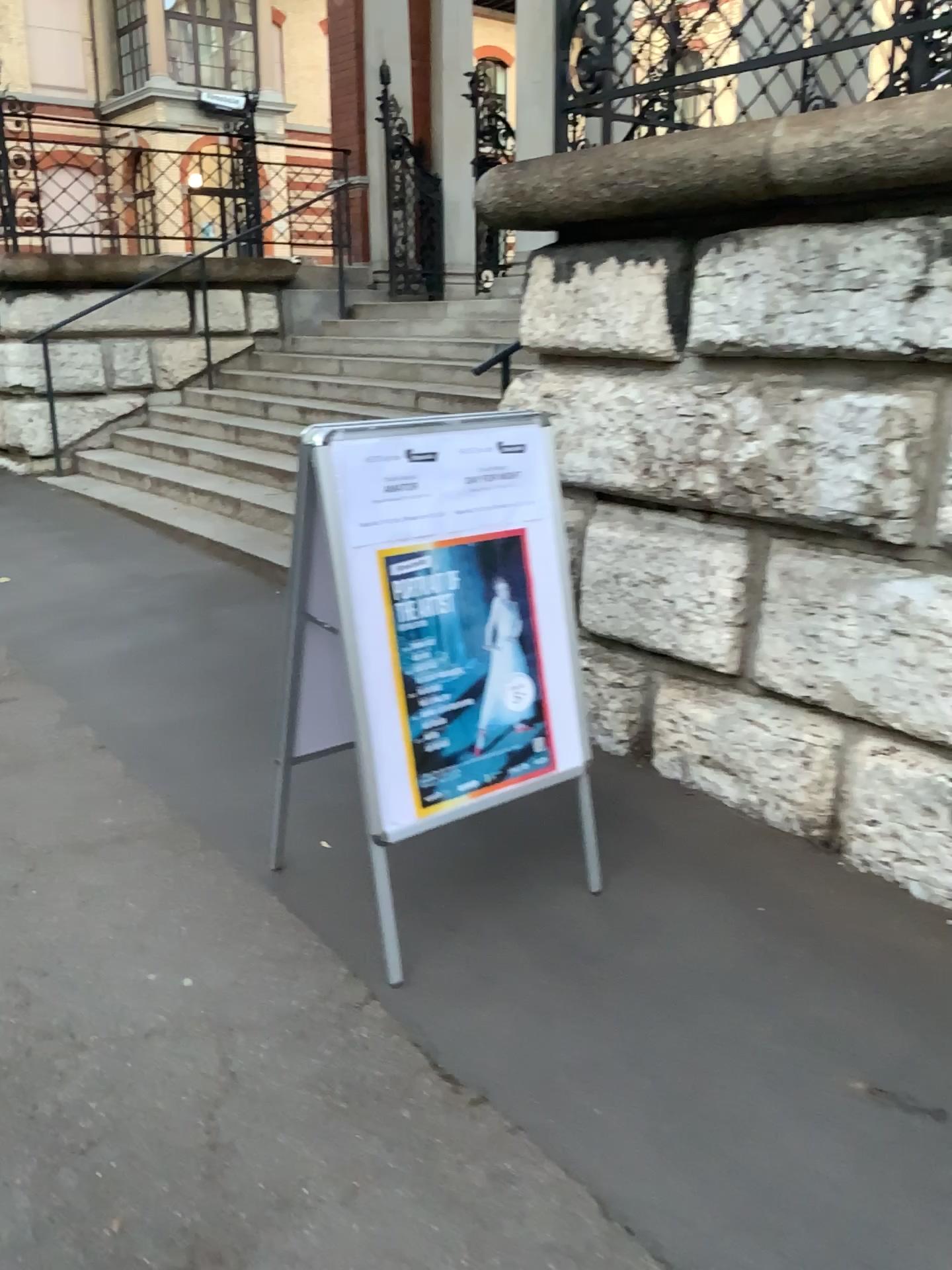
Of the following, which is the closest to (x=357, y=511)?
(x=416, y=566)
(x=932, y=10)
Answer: (x=416, y=566)

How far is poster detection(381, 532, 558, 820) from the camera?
2.32m

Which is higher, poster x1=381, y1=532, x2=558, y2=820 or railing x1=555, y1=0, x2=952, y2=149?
railing x1=555, y1=0, x2=952, y2=149

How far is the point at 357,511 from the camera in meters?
2.2

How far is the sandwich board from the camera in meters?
2.2

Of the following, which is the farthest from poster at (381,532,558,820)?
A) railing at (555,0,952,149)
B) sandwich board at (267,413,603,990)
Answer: railing at (555,0,952,149)

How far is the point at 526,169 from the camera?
3.3m

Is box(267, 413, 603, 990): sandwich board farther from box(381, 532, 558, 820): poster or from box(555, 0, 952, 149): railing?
box(555, 0, 952, 149): railing

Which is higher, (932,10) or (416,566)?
(932,10)
